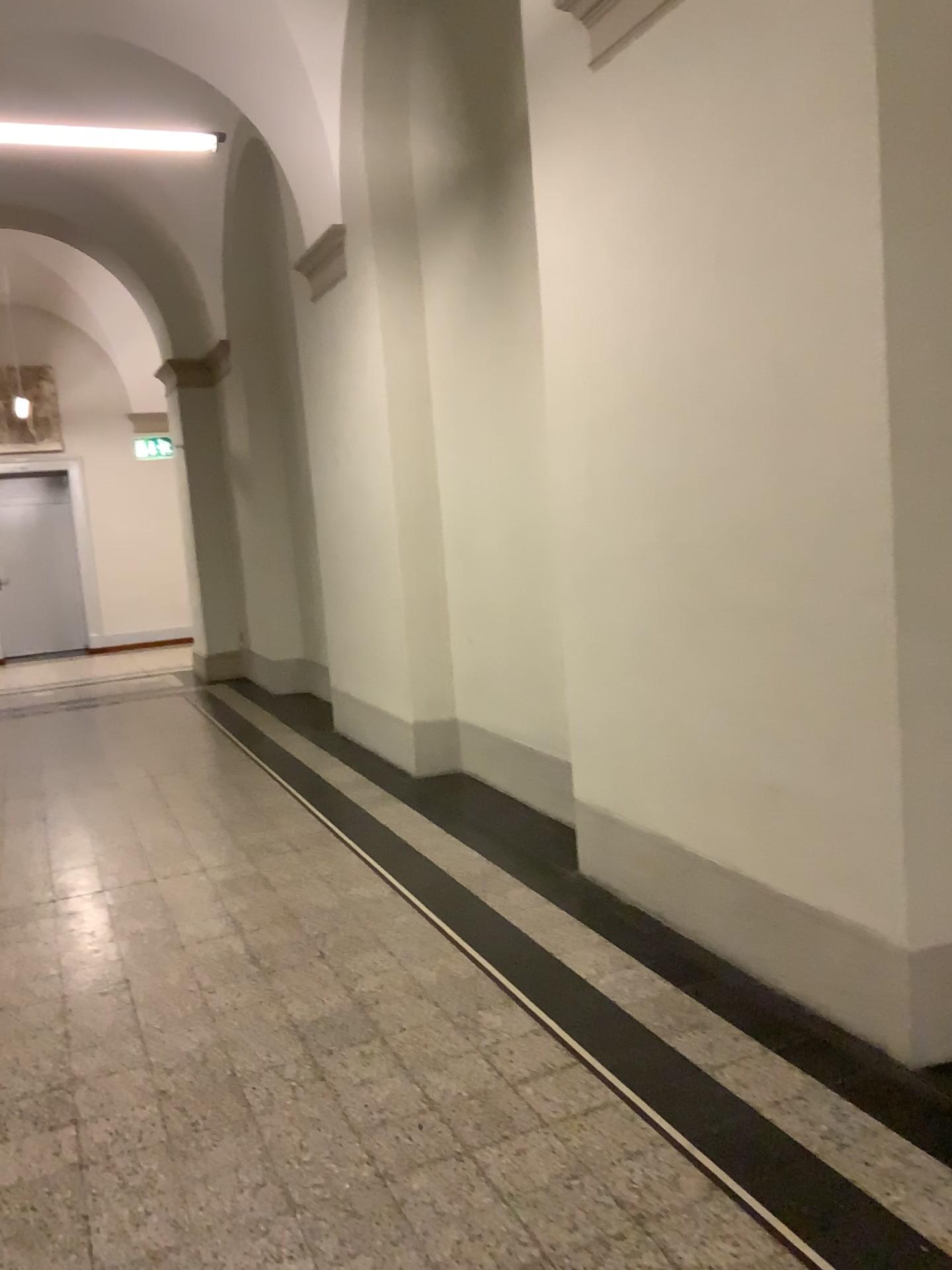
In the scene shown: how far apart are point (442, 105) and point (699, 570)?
2.9m
